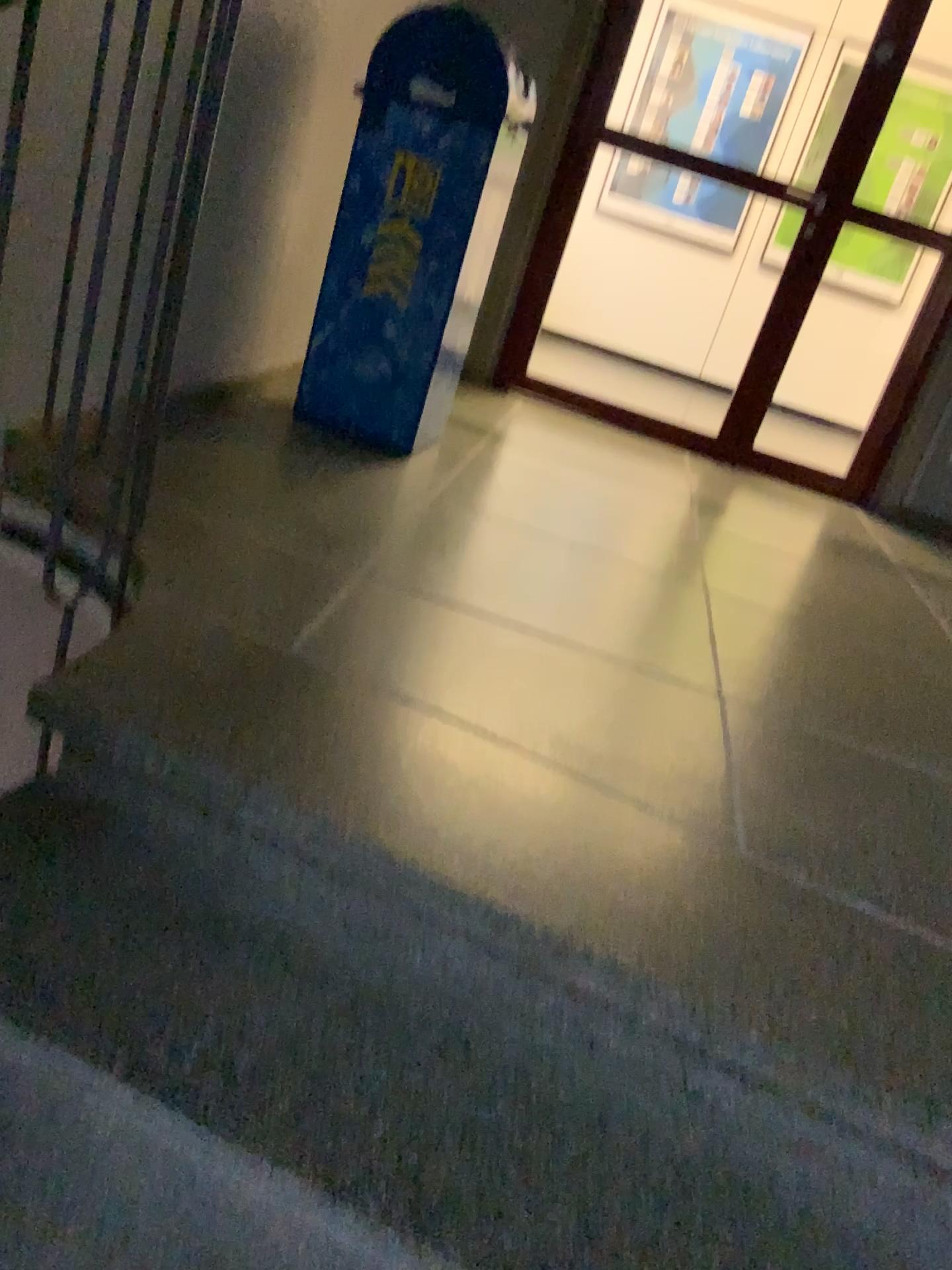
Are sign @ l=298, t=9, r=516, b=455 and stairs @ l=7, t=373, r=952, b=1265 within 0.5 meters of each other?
no

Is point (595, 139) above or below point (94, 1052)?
above

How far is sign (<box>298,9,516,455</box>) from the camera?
2.7 meters

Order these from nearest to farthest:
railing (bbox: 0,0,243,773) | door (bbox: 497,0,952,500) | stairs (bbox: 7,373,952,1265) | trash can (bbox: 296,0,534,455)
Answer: stairs (bbox: 7,373,952,1265)
railing (bbox: 0,0,243,773)
trash can (bbox: 296,0,534,455)
door (bbox: 497,0,952,500)

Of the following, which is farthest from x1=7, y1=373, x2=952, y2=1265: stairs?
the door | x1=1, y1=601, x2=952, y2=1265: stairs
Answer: the door

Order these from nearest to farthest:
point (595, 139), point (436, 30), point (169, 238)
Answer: point (169, 238) < point (436, 30) < point (595, 139)

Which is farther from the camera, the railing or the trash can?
the trash can

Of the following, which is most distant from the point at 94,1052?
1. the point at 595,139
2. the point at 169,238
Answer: the point at 595,139

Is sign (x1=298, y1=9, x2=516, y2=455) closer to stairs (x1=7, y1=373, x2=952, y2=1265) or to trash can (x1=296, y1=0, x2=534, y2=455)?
trash can (x1=296, y1=0, x2=534, y2=455)

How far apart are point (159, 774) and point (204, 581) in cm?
54
